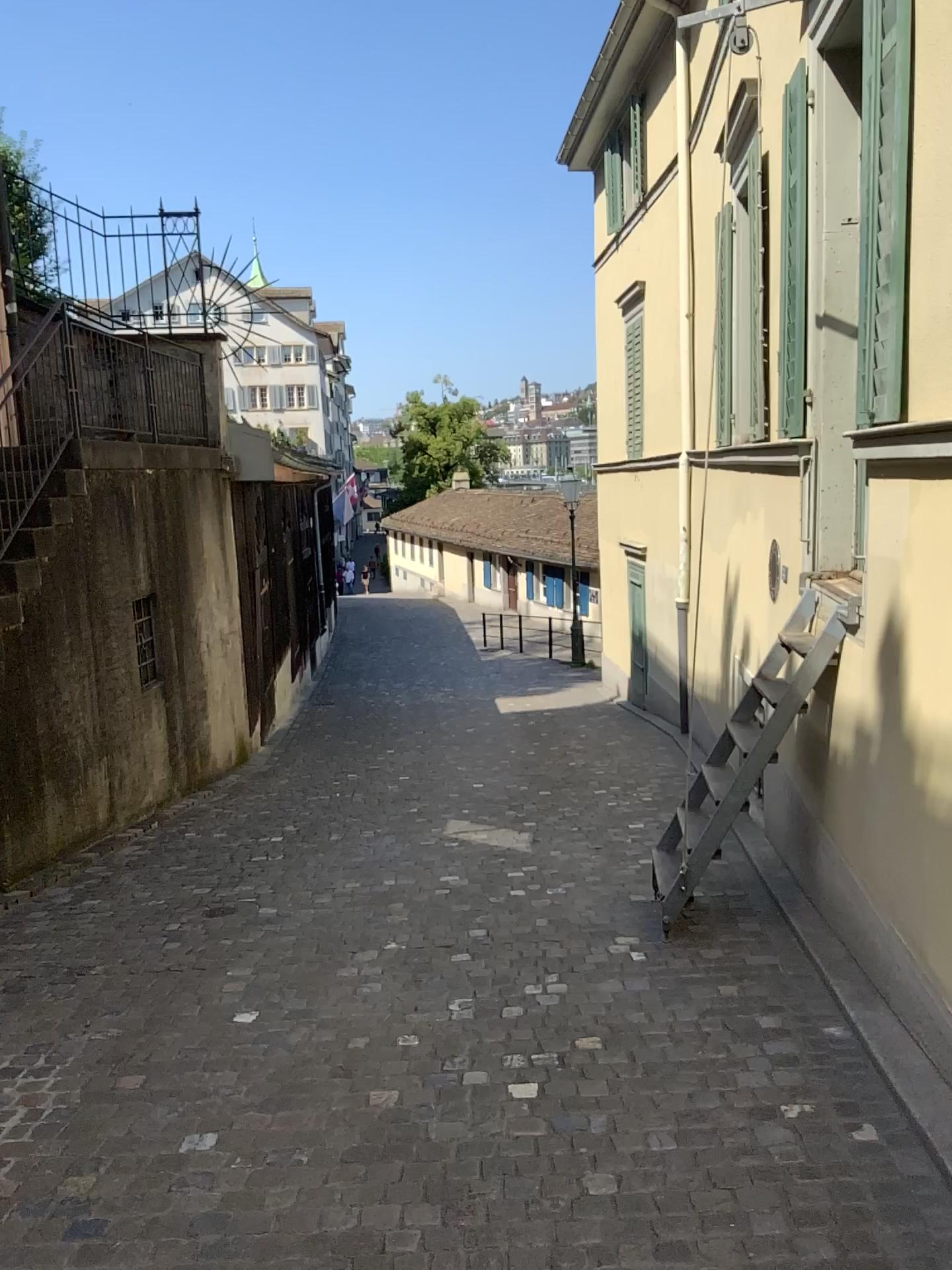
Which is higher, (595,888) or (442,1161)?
(442,1161)
